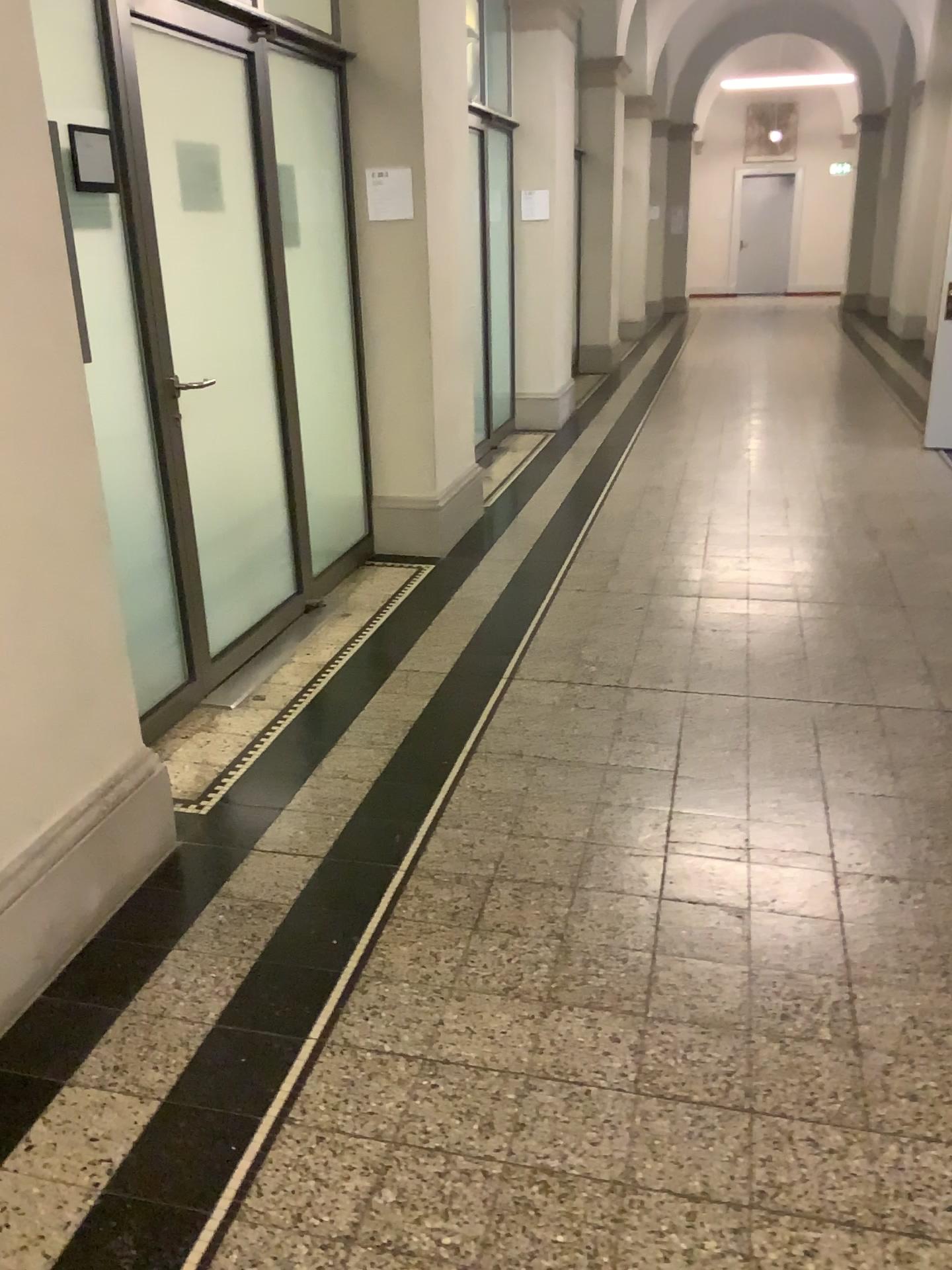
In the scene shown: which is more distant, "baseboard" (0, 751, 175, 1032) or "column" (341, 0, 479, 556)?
"column" (341, 0, 479, 556)

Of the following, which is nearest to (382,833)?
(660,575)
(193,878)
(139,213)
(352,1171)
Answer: (193,878)

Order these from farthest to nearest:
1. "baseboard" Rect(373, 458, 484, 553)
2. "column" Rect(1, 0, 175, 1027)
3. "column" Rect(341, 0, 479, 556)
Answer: "baseboard" Rect(373, 458, 484, 553) < "column" Rect(341, 0, 479, 556) < "column" Rect(1, 0, 175, 1027)

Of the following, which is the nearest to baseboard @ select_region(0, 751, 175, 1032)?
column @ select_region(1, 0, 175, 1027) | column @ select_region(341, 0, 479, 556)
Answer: column @ select_region(1, 0, 175, 1027)

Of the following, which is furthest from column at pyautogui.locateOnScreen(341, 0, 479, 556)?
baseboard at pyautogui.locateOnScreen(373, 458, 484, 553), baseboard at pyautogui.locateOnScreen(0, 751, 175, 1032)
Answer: baseboard at pyautogui.locateOnScreen(0, 751, 175, 1032)

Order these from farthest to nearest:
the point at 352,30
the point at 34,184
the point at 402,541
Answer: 1. the point at 402,541
2. the point at 352,30
3. the point at 34,184

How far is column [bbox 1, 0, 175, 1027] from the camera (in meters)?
2.09

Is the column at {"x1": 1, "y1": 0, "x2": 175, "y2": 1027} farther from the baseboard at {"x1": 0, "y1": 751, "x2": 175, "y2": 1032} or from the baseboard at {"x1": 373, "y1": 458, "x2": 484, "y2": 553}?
the baseboard at {"x1": 373, "y1": 458, "x2": 484, "y2": 553}

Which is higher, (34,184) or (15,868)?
(34,184)

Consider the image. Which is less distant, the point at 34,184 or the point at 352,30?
the point at 34,184
